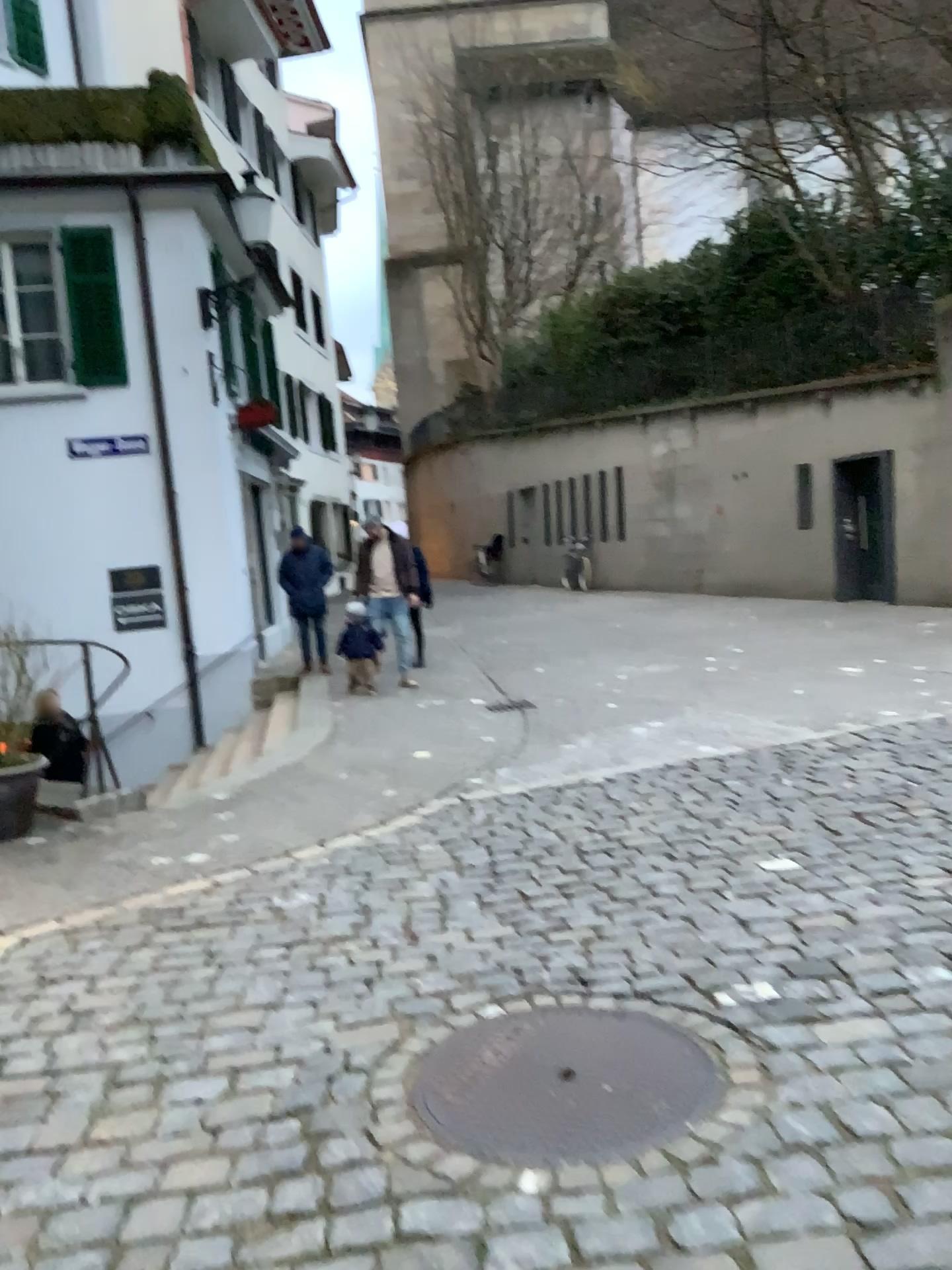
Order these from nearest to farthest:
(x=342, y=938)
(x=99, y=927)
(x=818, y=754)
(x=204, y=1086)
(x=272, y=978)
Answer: (x=204, y=1086)
(x=272, y=978)
(x=342, y=938)
(x=99, y=927)
(x=818, y=754)
